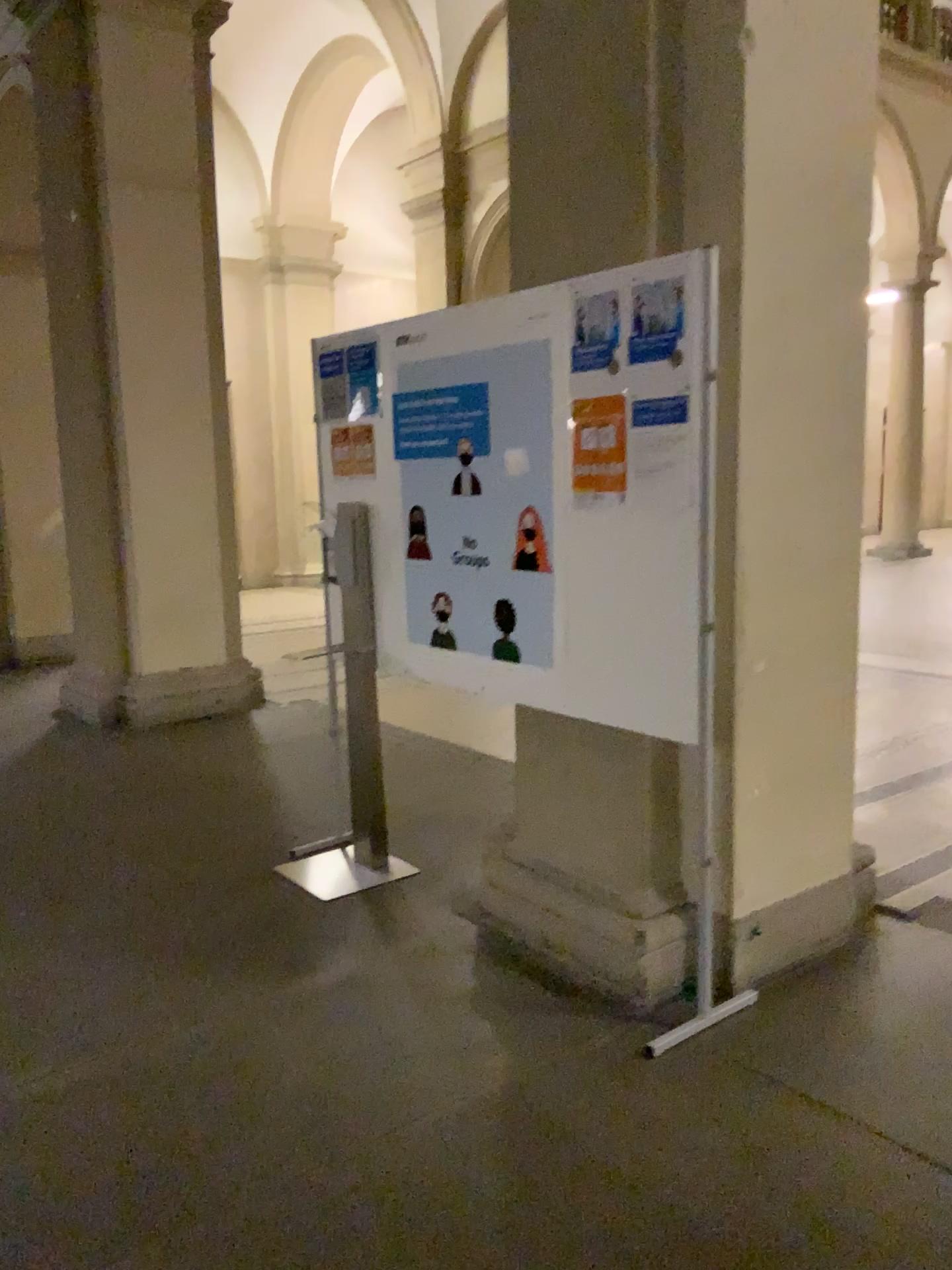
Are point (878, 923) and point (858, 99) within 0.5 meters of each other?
no

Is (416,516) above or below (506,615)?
above

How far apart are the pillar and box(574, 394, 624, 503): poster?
0.27m

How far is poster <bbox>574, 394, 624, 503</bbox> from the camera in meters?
2.8 m

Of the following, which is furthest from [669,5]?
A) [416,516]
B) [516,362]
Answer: [416,516]

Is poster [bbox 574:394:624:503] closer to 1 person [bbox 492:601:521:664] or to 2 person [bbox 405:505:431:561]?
1 person [bbox 492:601:521:664]

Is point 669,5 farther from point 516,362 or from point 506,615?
point 506,615

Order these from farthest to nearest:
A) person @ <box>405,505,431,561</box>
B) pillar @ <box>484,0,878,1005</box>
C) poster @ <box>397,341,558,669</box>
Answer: person @ <box>405,505,431,561</box> < poster @ <box>397,341,558,669</box> < pillar @ <box>484,0,878,1005</box>

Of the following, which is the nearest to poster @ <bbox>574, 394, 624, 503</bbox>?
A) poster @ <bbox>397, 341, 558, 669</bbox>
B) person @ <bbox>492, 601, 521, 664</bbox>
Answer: poster @ <bbox>397, 341, 558, 669</bbox>

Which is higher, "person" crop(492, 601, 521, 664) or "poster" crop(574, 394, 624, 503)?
"poster" crop(574, 394, 624, 503)
